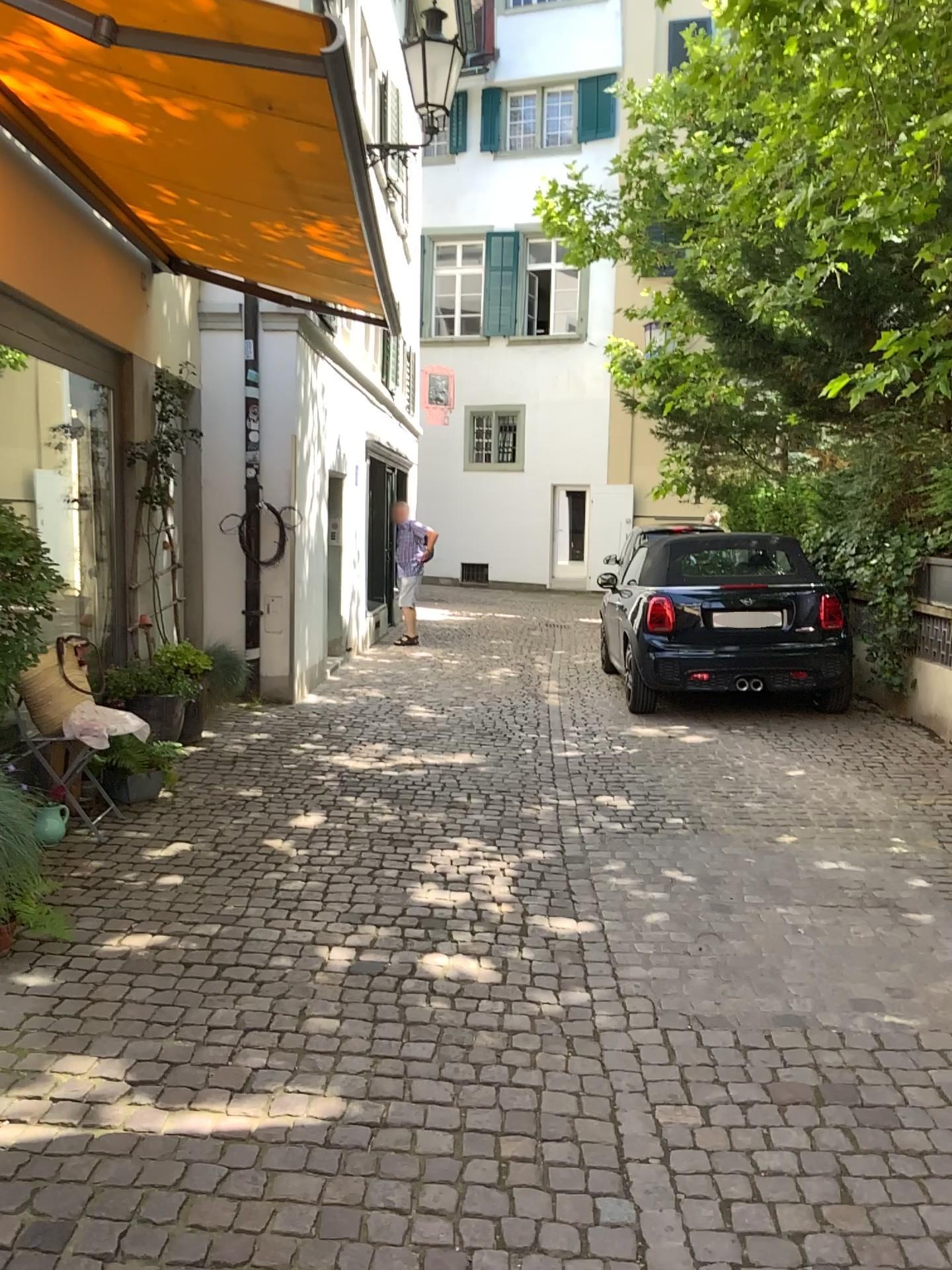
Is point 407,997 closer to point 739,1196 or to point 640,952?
point 640,952
